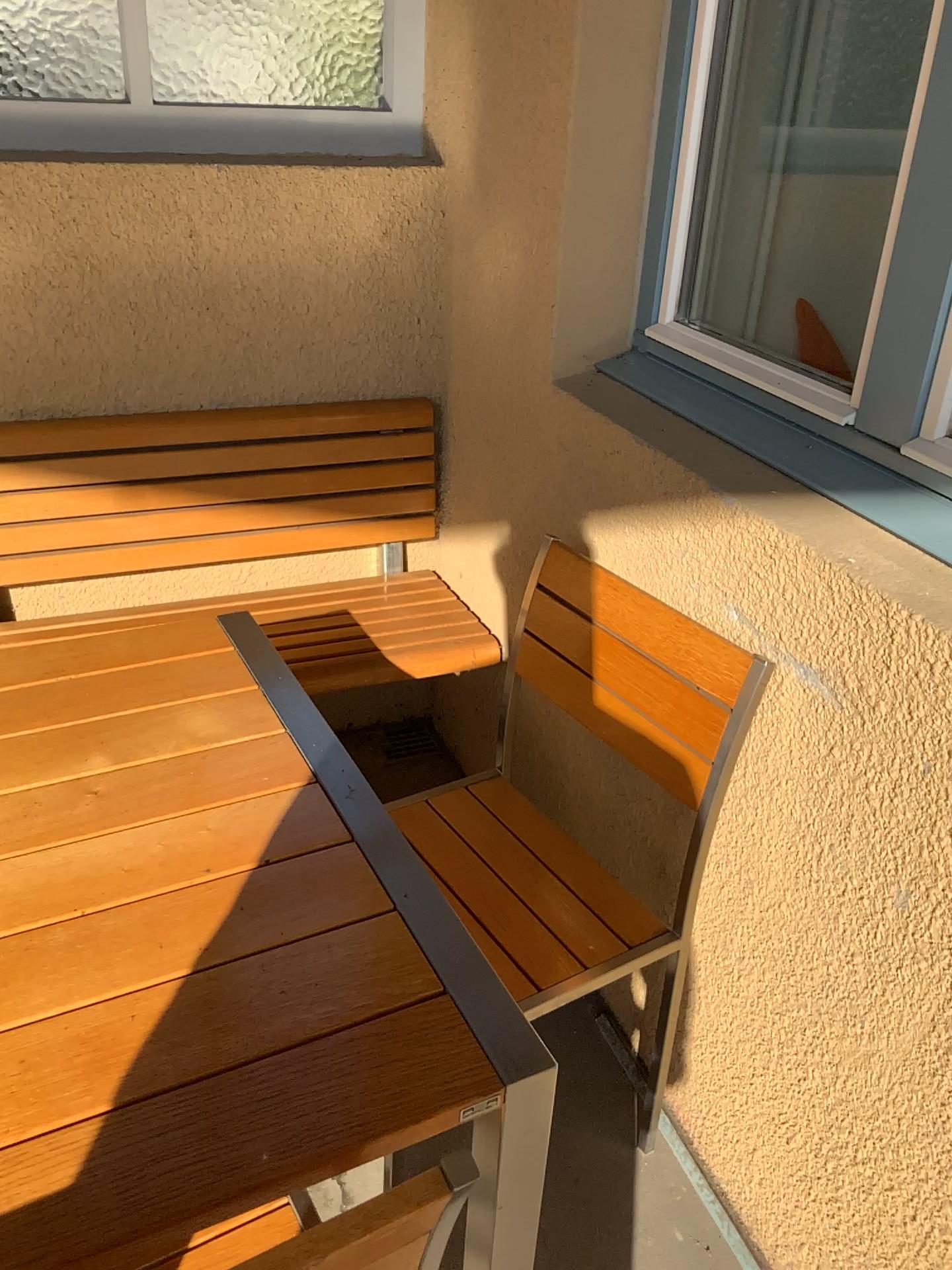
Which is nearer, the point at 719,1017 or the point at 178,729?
the point at 178,729

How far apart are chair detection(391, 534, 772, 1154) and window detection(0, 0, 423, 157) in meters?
1.0 m

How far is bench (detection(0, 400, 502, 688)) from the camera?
2.0 meters

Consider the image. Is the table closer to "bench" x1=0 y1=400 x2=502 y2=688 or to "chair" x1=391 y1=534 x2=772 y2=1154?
"chair" x1=391 y1=534 x2=772 y2=1154

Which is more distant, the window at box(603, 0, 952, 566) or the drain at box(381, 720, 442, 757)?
the drain at box(381, 720, 442, 757)

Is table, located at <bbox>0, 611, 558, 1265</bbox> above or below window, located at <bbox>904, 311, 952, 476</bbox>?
below

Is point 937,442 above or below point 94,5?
below

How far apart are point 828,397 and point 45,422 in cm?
144

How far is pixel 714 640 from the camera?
1.34m

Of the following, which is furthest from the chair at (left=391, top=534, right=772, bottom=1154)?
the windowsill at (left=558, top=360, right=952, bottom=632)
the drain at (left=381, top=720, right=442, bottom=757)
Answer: the drain at (left=381, top=720, right=442, bottom=757)
